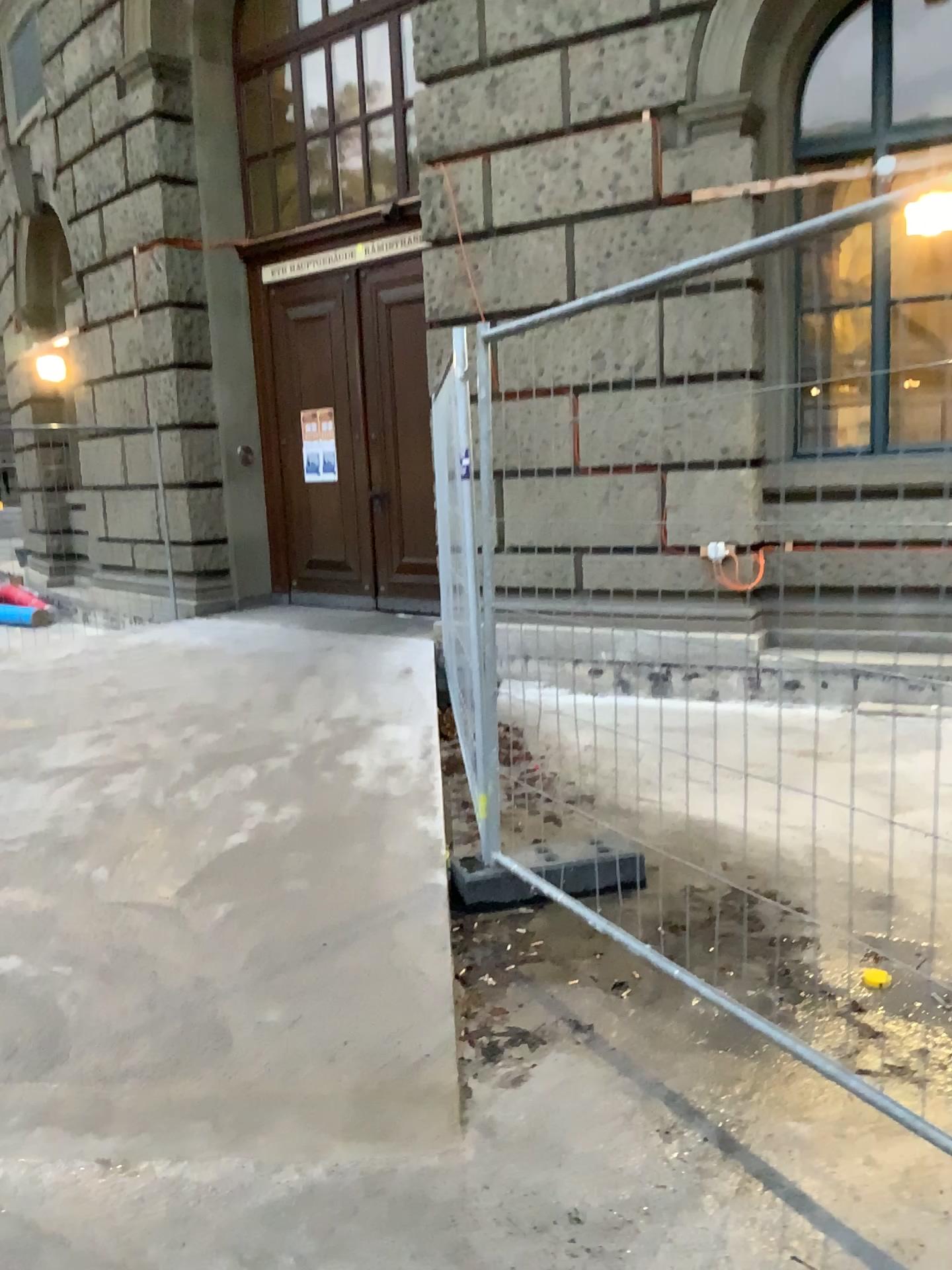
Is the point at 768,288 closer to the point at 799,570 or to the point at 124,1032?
the point at 799,570
